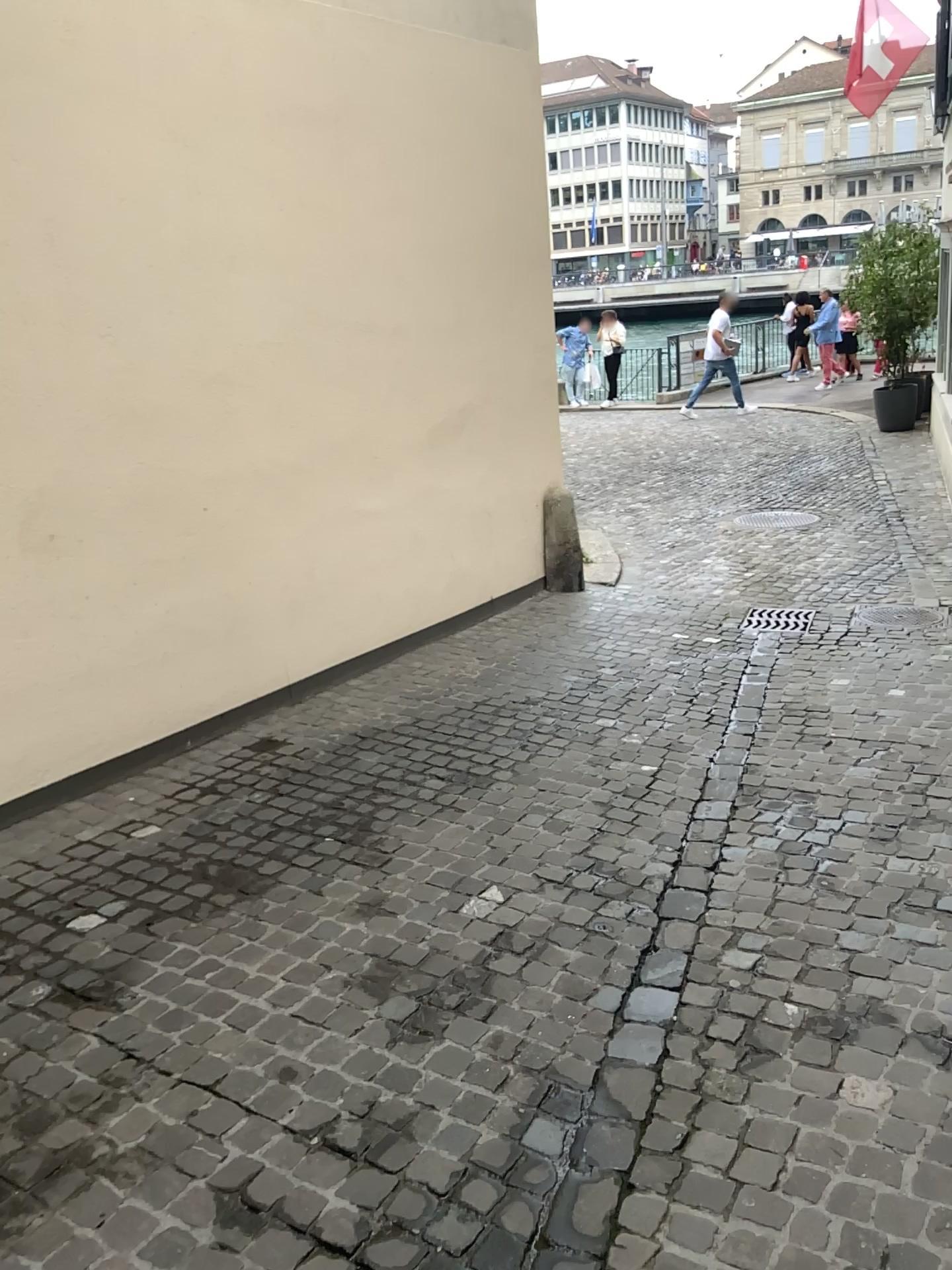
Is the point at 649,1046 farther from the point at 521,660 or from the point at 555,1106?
the point at 521,660
